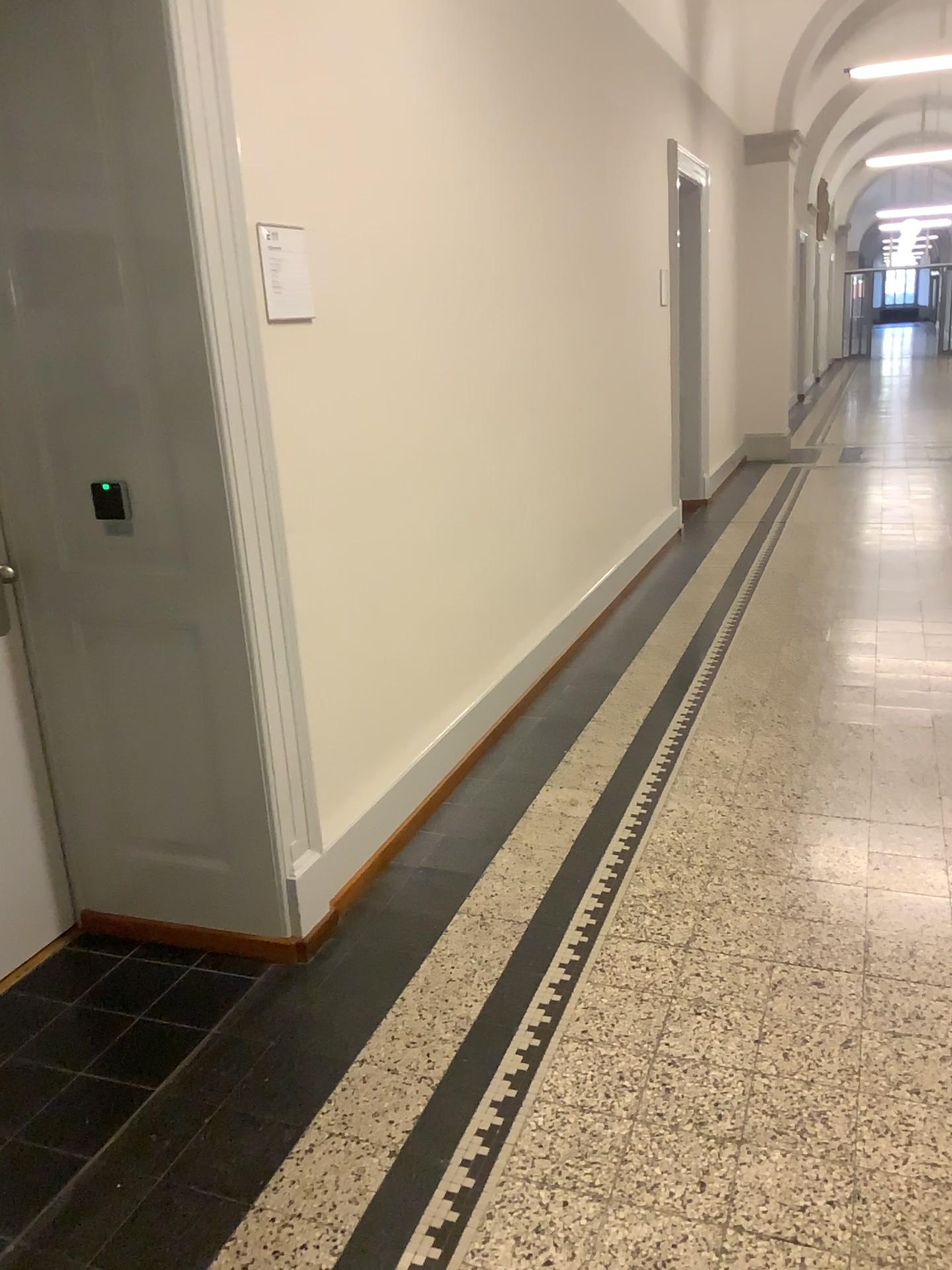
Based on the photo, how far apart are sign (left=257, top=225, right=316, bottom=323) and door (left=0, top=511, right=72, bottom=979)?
1.0m

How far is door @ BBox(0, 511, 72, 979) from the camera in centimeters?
261cm

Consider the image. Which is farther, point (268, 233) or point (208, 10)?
point (268, 233)

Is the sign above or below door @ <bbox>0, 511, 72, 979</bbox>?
above

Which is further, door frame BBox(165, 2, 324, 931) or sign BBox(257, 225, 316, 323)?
sign BBox(257, 225, 316, 323)

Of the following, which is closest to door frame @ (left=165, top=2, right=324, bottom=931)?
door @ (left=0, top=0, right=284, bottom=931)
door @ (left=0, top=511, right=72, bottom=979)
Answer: door @ (left=0, top=0, right=284, bottom=931)

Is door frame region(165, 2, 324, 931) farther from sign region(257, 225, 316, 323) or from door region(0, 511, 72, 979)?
door region(0, 511, 72, 979)

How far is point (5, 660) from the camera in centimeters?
261cm

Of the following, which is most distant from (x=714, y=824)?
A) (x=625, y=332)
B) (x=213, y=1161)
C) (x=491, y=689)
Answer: (x=625, y=332)

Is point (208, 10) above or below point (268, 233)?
above
